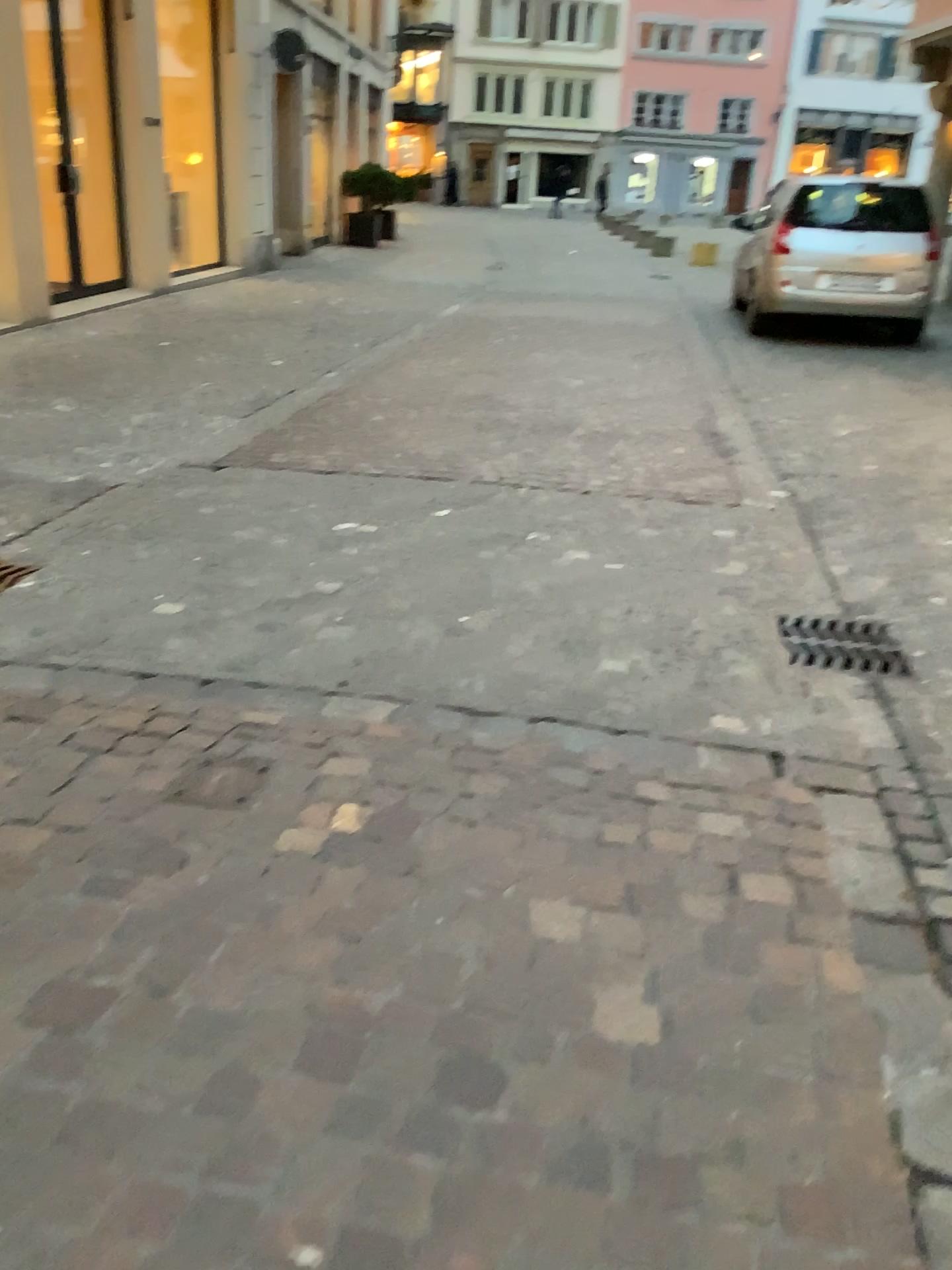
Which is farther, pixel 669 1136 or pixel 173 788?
pixel 173 788

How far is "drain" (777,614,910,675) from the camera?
3.29m

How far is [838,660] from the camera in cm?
329
